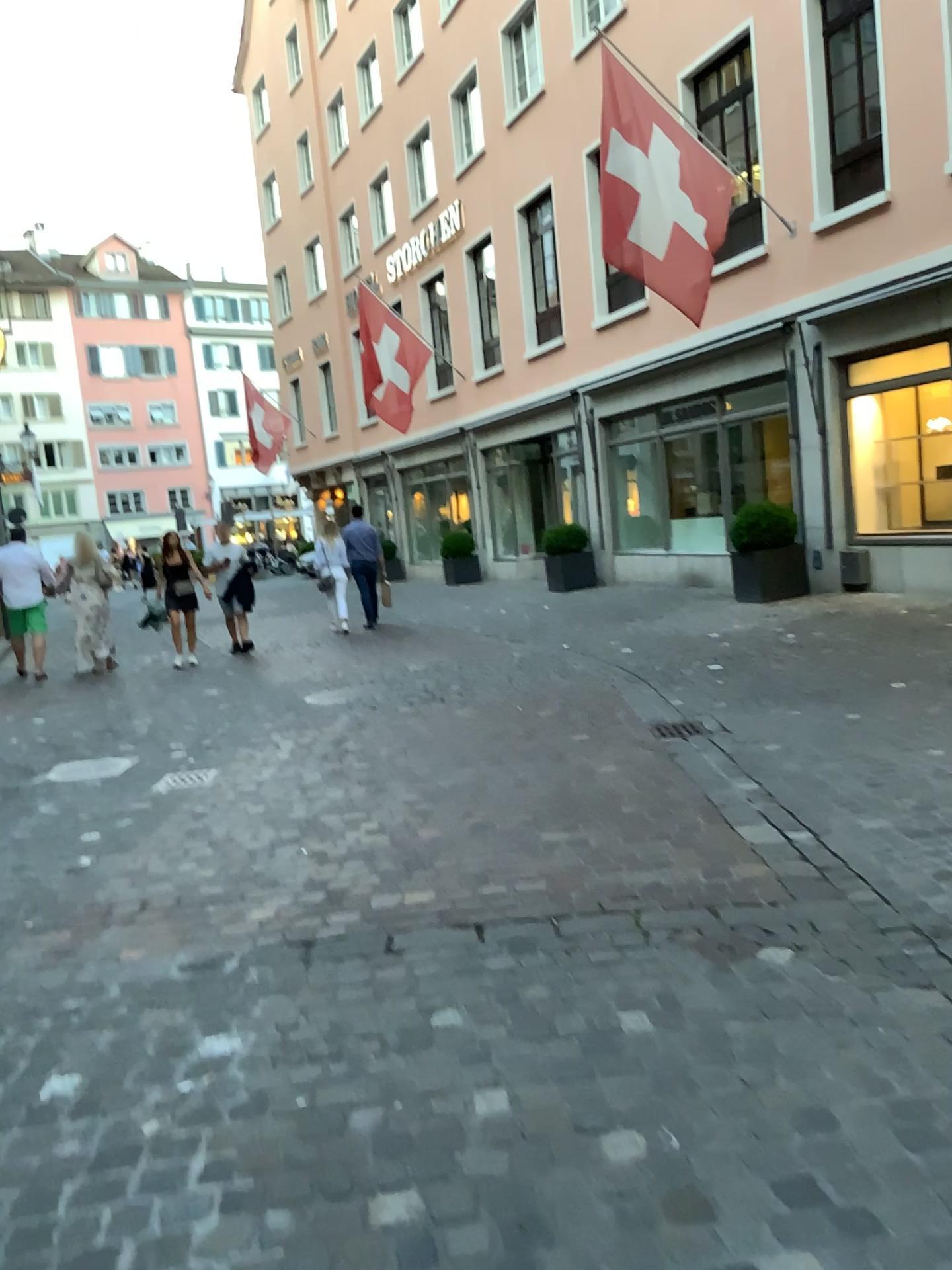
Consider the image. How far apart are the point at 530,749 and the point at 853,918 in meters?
2.7
